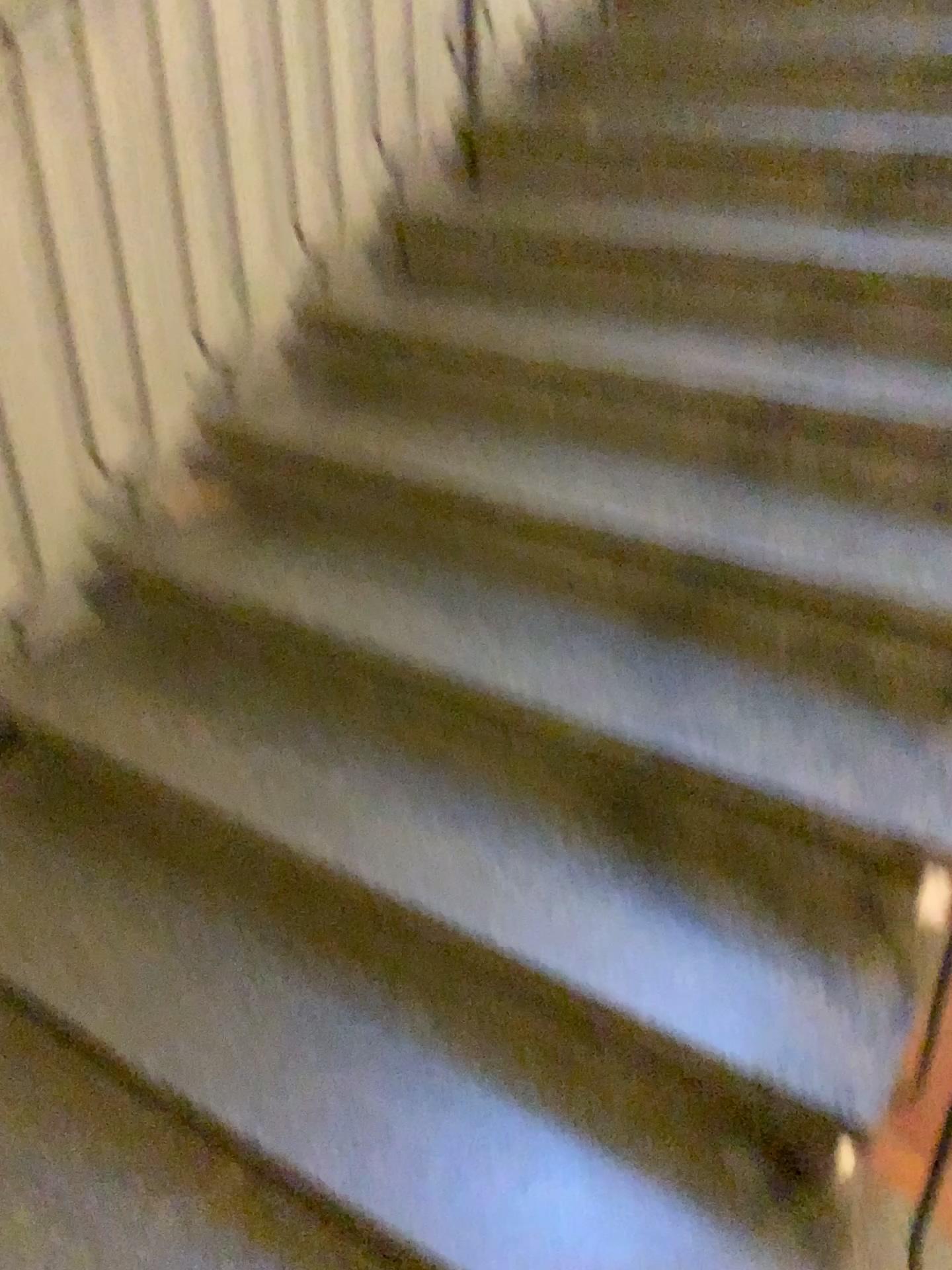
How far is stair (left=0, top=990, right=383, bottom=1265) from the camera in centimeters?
135cm

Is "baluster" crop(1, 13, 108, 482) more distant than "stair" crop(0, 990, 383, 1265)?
Yes

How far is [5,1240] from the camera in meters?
1.4 m

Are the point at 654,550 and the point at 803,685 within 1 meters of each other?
yes

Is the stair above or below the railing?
below

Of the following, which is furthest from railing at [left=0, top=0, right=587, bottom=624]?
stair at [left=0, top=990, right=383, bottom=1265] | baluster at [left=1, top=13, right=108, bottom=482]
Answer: stair at [left=0, top=990, right=383, bottom=1265]

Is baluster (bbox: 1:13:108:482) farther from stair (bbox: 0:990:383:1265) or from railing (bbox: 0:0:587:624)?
stair (bbox: 0:990:383:1265)

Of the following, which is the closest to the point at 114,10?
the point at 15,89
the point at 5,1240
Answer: the point at 15,89

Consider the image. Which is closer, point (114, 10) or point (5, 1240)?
point (5, 1240)
